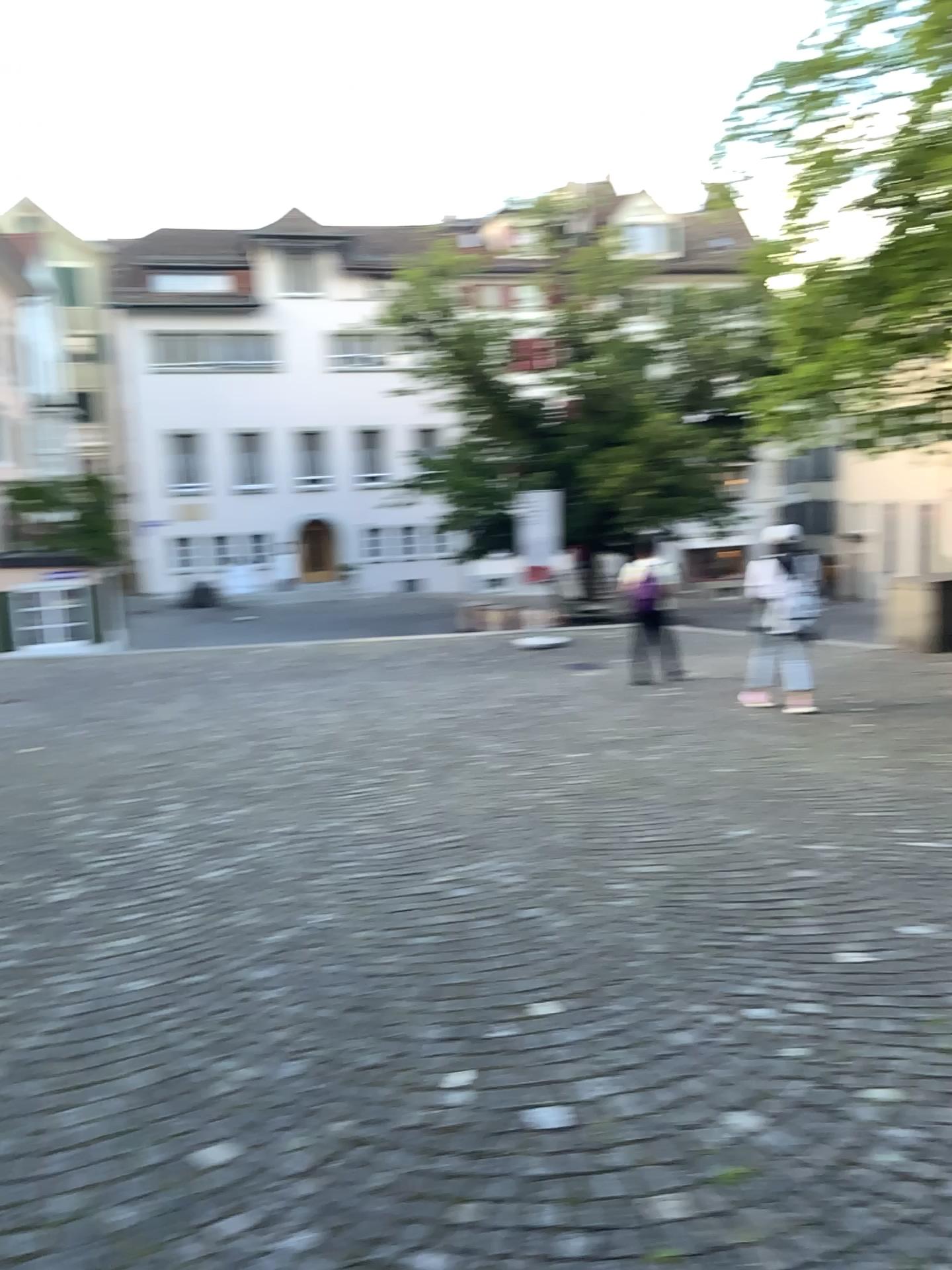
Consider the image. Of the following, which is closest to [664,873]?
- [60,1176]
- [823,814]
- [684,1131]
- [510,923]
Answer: [510,923]
